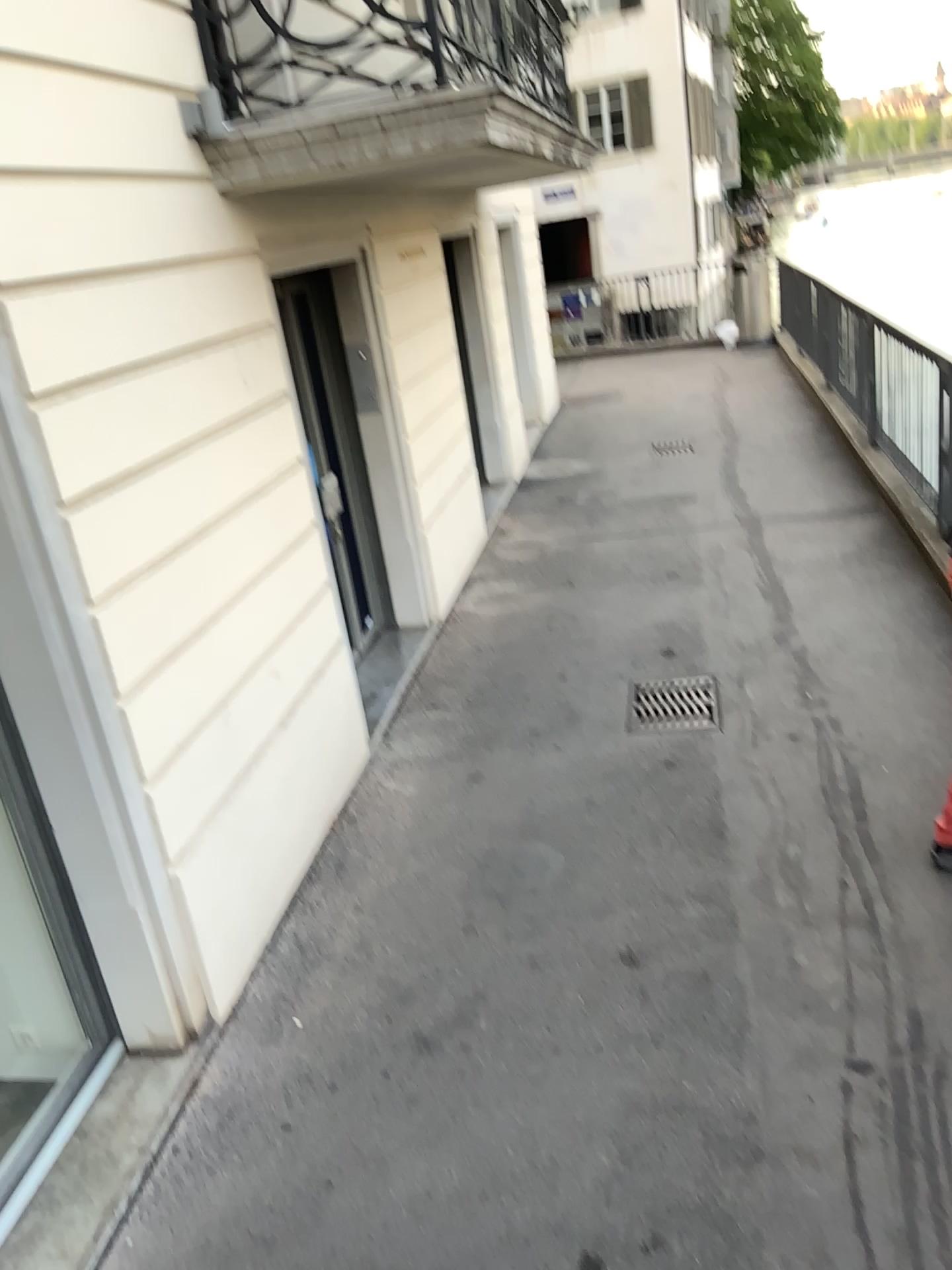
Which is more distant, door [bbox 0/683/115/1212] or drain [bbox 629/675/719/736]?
drain [bbox 629/675/719/736]

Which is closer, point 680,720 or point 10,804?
→ point 10,804

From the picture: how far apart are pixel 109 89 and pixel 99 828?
2.1m

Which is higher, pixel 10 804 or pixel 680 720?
pixel 10 804
